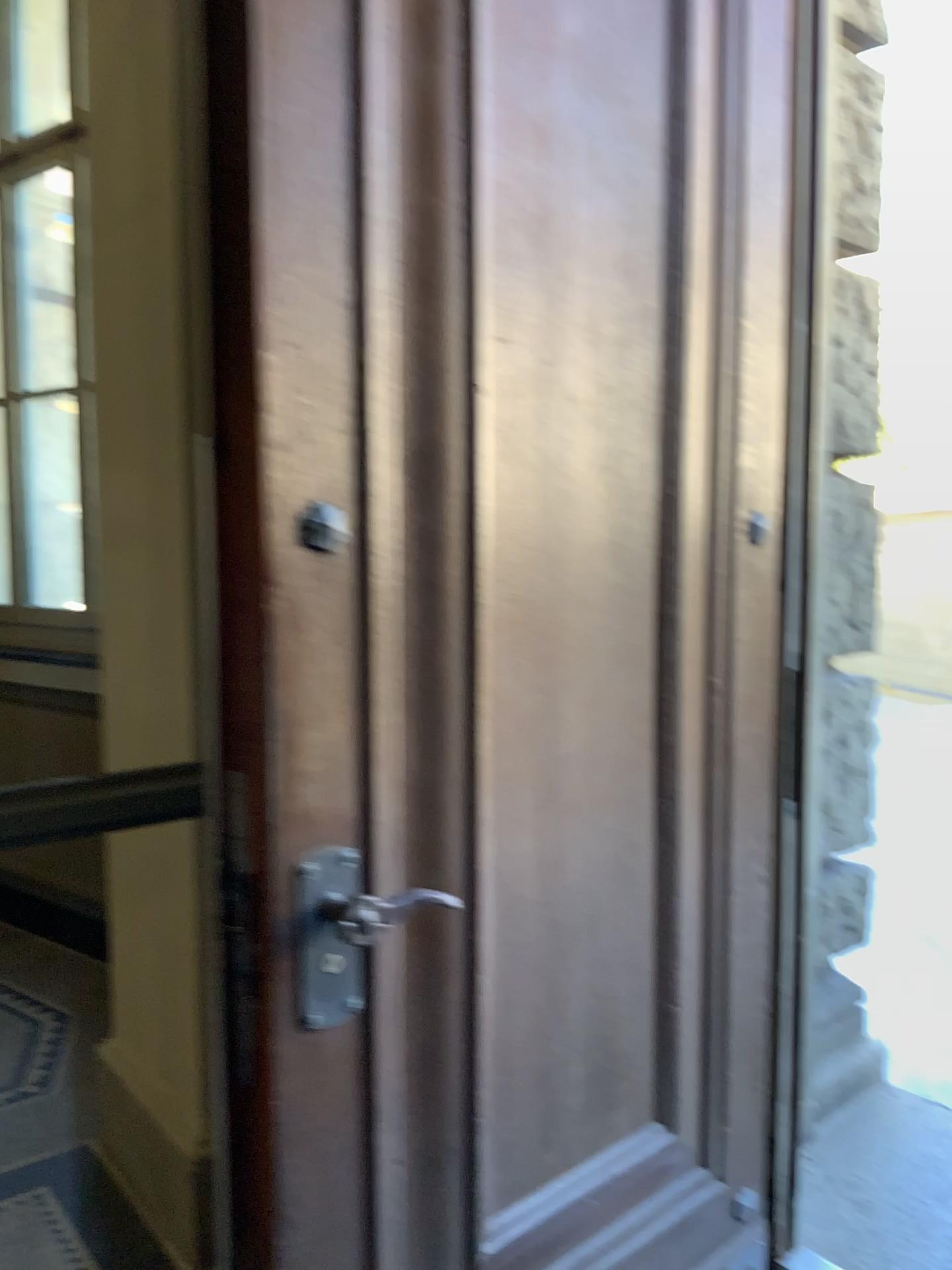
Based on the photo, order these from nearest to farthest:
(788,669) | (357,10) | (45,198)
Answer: (357,10) < (788,669) < (45,198)

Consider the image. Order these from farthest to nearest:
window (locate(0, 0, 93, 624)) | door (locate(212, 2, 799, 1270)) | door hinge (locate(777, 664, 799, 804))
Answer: window (locate(0, 0, 93, 624)), door hinge (locate(777, 664, 799, 804)), door (locate(212, 2, 799, 1270))

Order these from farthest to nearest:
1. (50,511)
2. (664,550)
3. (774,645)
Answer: (50,511), (774,645), (664,550)

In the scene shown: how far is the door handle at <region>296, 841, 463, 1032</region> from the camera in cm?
130

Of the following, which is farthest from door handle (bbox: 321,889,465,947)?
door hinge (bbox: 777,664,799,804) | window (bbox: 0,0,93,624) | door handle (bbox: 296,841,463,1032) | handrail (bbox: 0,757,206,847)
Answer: window (bbox: 0,0,93,624)

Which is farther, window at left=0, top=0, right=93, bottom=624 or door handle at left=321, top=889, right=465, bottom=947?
window at left=0, top=0, right=93, bottom=624

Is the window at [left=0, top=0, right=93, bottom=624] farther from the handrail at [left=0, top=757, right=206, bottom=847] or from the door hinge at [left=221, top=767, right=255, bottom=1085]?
the door hinge at [left=221, top=767, right=255, bottom=1085]

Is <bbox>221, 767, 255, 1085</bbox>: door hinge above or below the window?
below

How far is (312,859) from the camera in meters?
1.3 m

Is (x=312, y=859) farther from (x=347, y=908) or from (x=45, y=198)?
(x=45, y=198)
